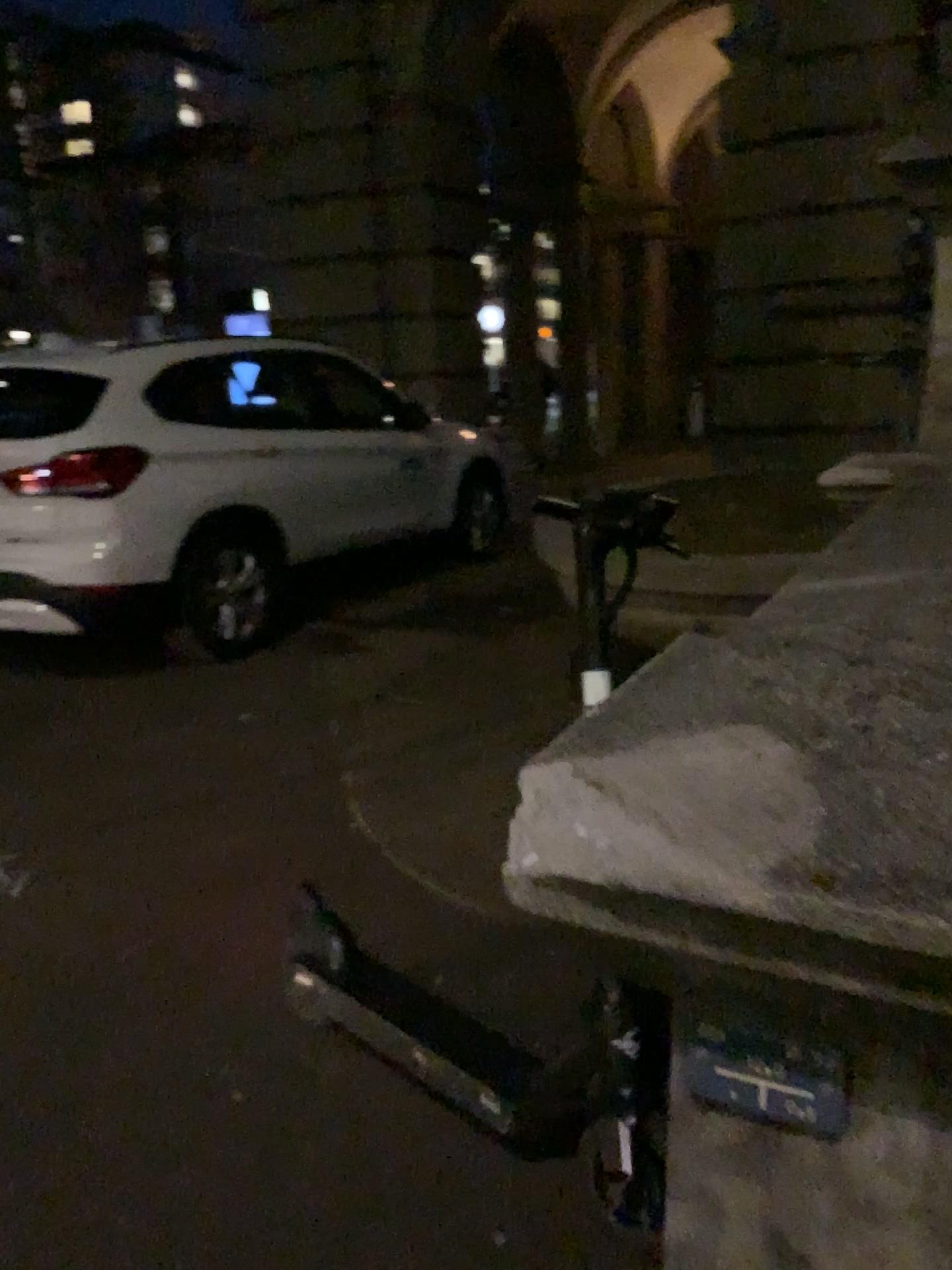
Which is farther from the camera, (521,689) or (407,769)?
(521,689)

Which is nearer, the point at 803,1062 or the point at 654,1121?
the point at 803,1062

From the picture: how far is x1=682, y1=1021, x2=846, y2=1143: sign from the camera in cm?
69

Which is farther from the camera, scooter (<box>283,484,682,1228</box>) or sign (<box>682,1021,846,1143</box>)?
scooter (<box>283,484,682,1228</box>)

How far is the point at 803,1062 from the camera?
0.7 meters

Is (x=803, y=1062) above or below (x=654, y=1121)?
above

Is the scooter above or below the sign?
below
